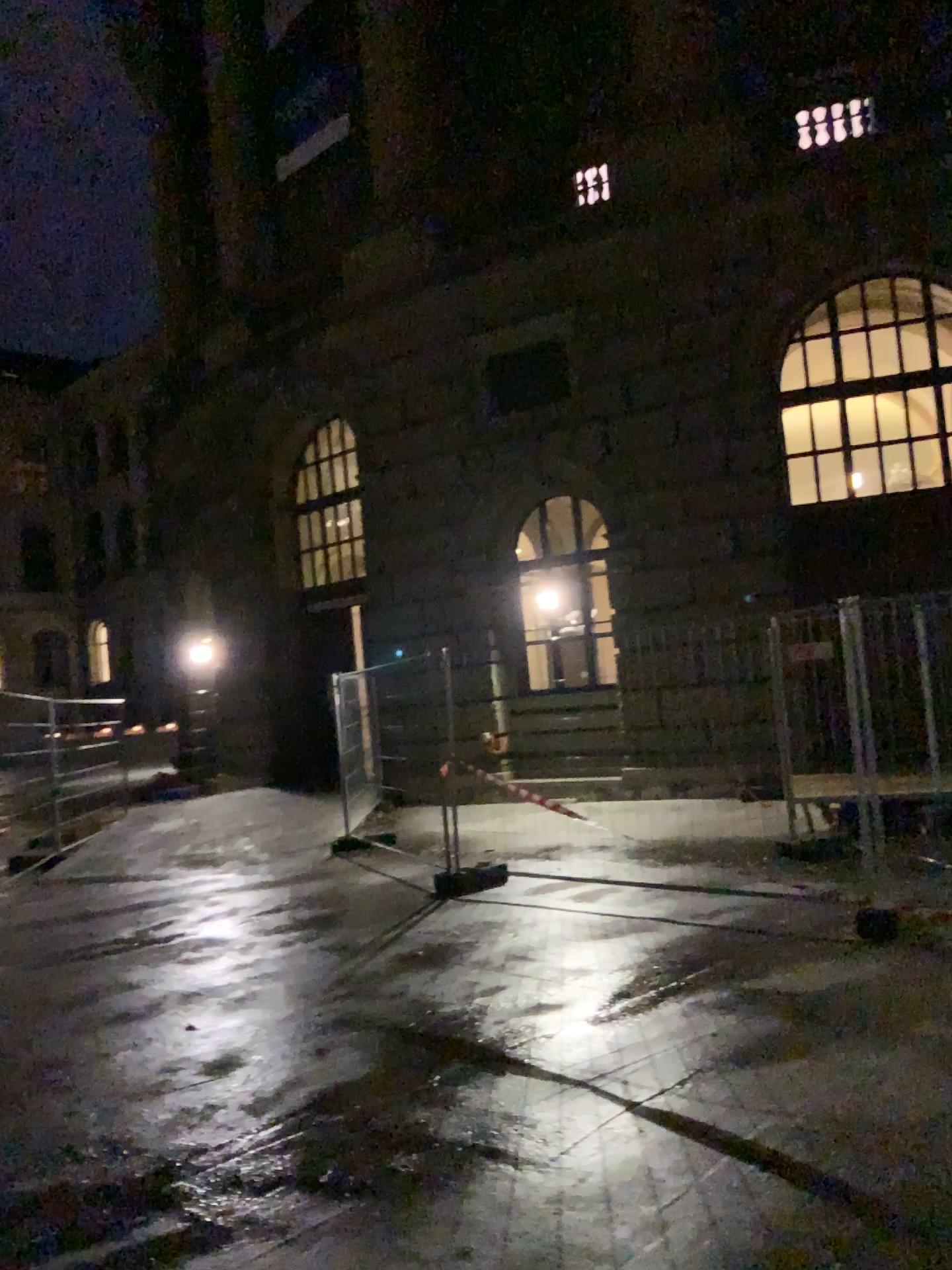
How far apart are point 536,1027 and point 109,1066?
1.86m
